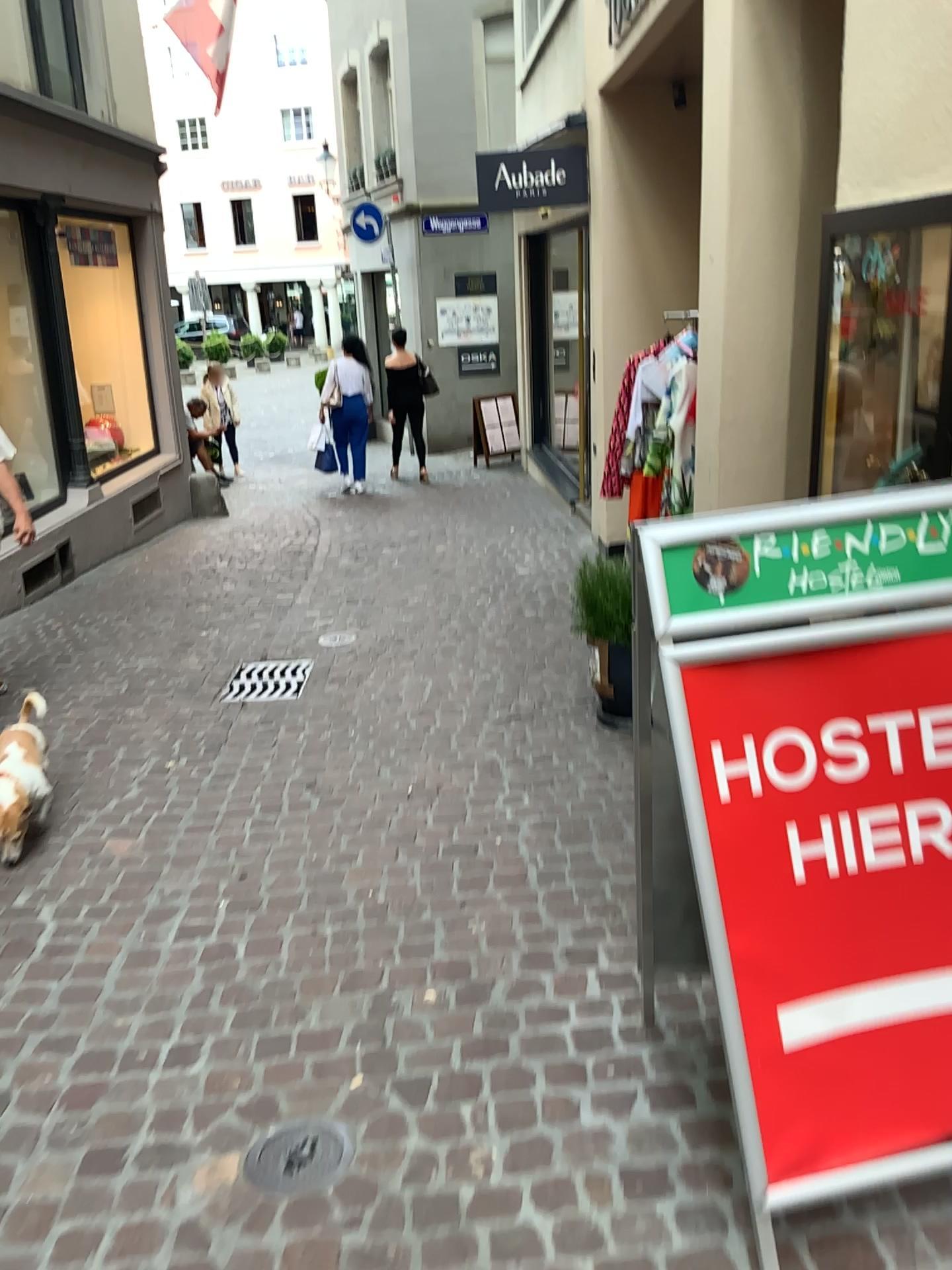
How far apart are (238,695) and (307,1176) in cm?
290

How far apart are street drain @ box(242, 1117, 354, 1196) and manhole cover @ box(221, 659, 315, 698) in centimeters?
269cm

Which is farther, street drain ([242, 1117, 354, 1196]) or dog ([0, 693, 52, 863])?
dog ([0, 693, 52, 863])

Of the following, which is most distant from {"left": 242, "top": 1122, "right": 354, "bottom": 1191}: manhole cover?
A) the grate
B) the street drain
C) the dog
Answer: the grate

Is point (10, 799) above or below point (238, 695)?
above

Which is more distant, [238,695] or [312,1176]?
[238,695]

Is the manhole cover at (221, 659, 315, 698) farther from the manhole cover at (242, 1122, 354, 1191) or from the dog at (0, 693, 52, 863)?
the manhole cover at (242, 1122, 354, 1191)

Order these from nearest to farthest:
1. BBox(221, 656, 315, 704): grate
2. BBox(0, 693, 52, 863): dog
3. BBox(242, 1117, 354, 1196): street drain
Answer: BBox(242, 1117, 354, 1196): street drain
BBox(0, 693, 52, 863): dog
BBox(221, 656, 315, 704): grate

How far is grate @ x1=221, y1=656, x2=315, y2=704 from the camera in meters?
4.6

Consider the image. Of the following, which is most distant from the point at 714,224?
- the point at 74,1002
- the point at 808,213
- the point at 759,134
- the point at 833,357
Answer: the point at 74,1002
